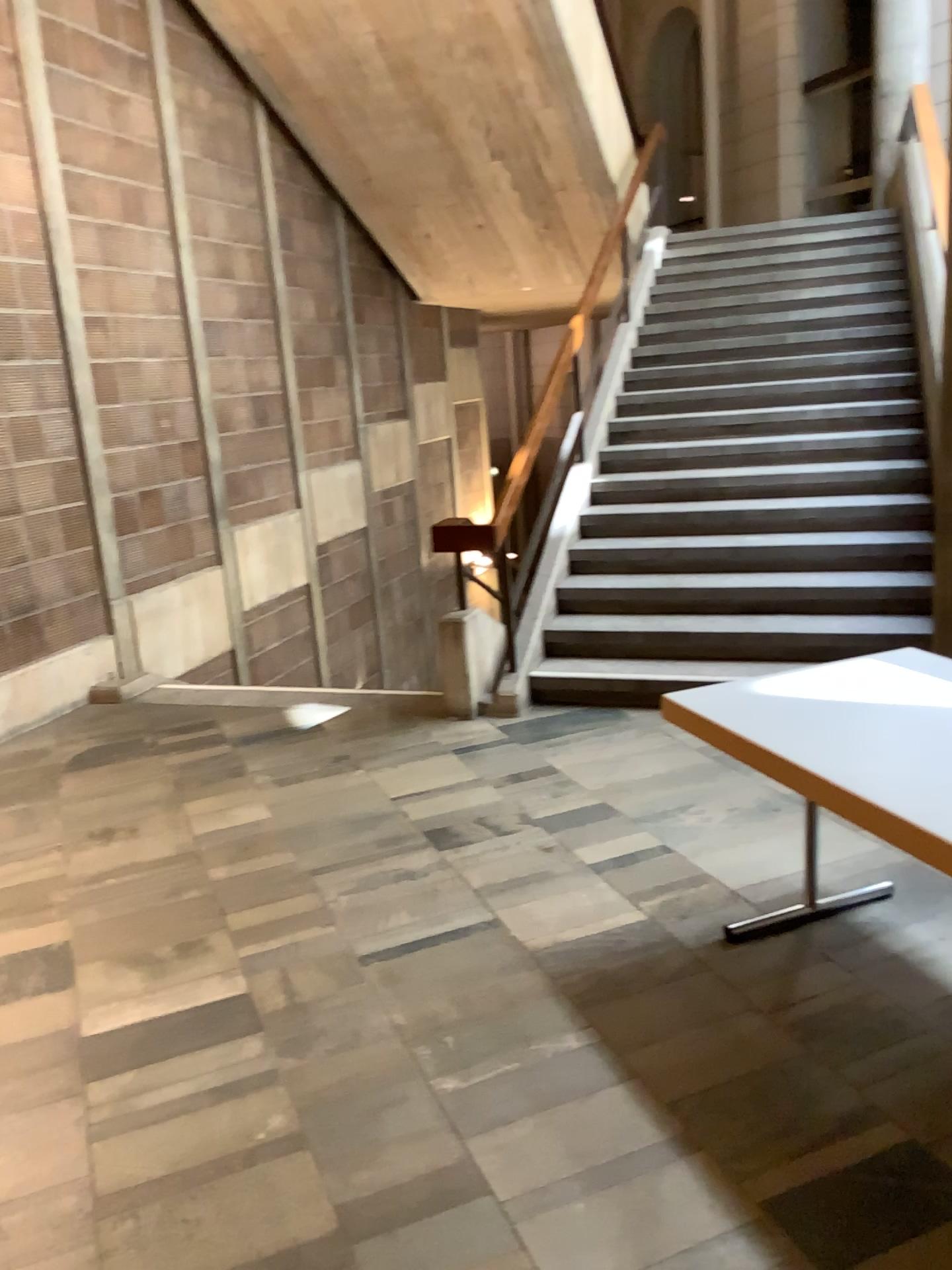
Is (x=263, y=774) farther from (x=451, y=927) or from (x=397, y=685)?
(x=451, y=927)
